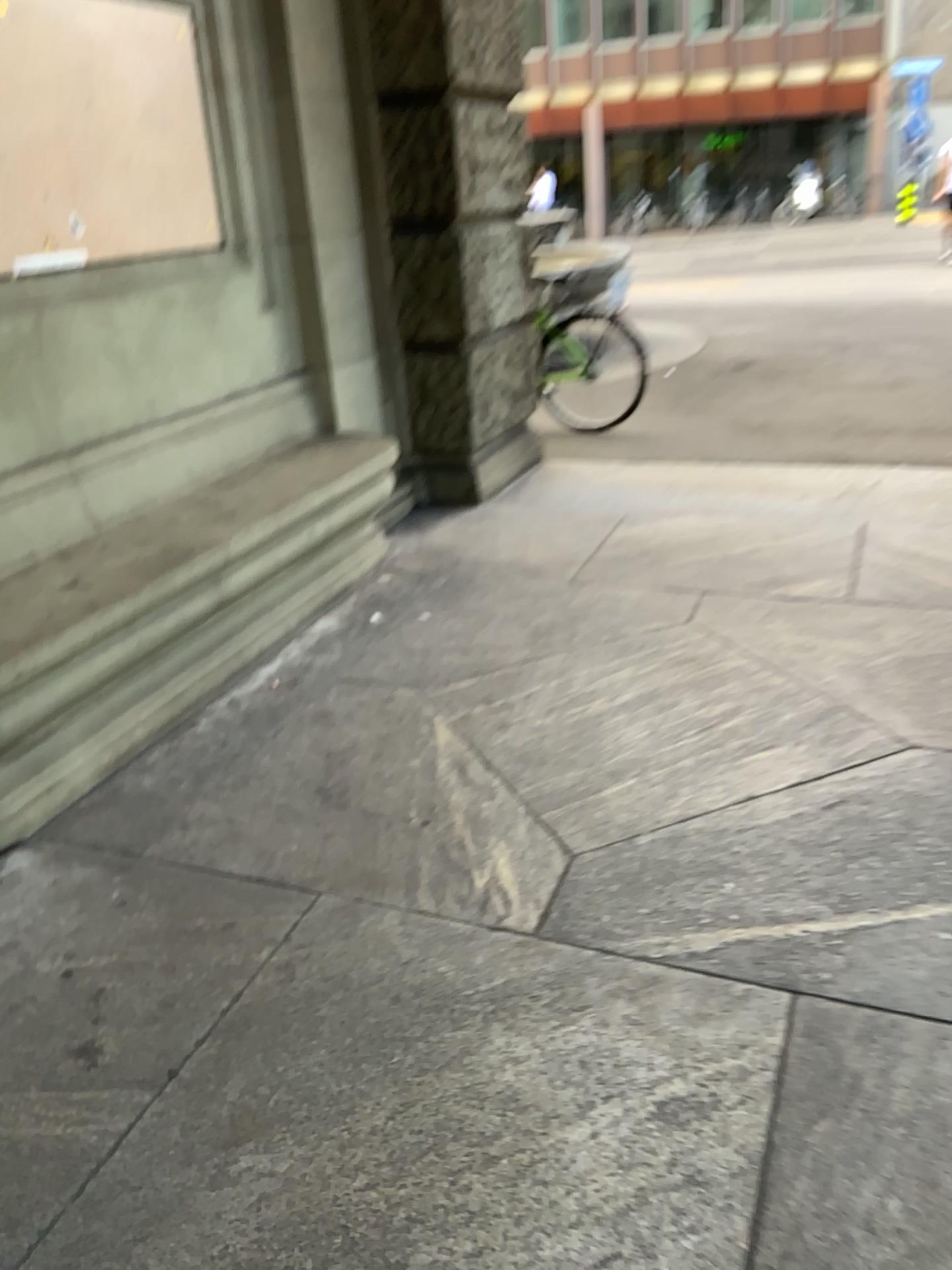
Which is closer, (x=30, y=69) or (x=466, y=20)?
(x=30, y=69)

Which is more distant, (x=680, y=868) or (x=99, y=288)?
(x=99, y=288)

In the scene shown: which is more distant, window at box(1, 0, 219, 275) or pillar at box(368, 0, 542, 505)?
pillar at box(368, 0, 542, 505)
